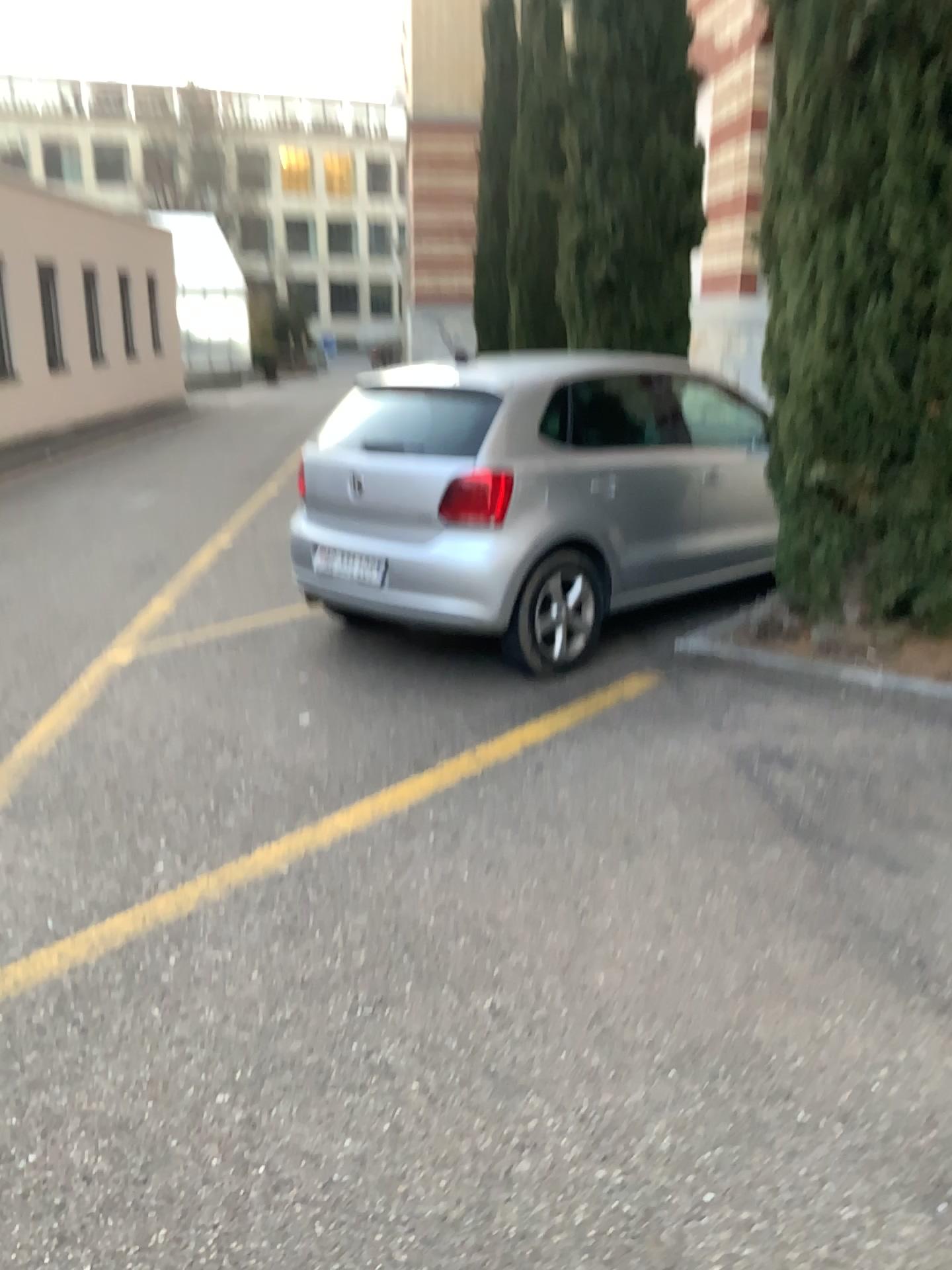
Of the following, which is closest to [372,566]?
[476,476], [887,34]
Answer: [476,476]

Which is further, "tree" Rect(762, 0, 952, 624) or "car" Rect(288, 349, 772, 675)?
"car" Rect(288, 349, 772, 675)

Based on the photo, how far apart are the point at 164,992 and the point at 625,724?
2.1m

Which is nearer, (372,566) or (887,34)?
(887,34)

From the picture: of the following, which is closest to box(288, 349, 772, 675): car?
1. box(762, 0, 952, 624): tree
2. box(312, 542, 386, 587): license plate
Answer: box(312, 542, 386, 587): license plate

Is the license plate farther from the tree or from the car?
the tree

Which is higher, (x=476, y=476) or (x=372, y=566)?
(x=476, y=476)

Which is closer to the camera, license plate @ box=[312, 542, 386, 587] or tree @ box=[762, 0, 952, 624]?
tree @ box=[762, 0, 952, 624]

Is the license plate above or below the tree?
below
